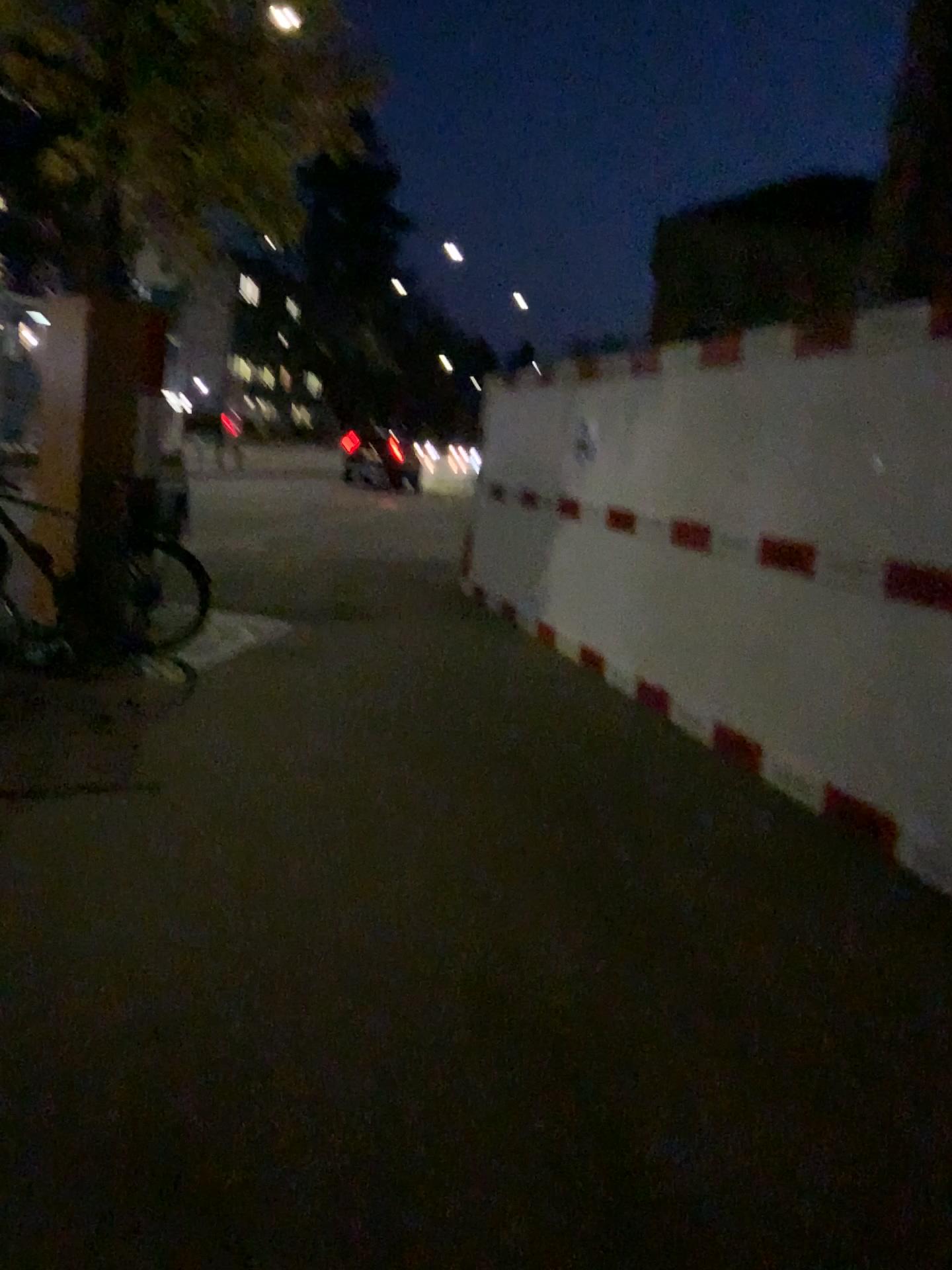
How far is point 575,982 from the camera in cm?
286
